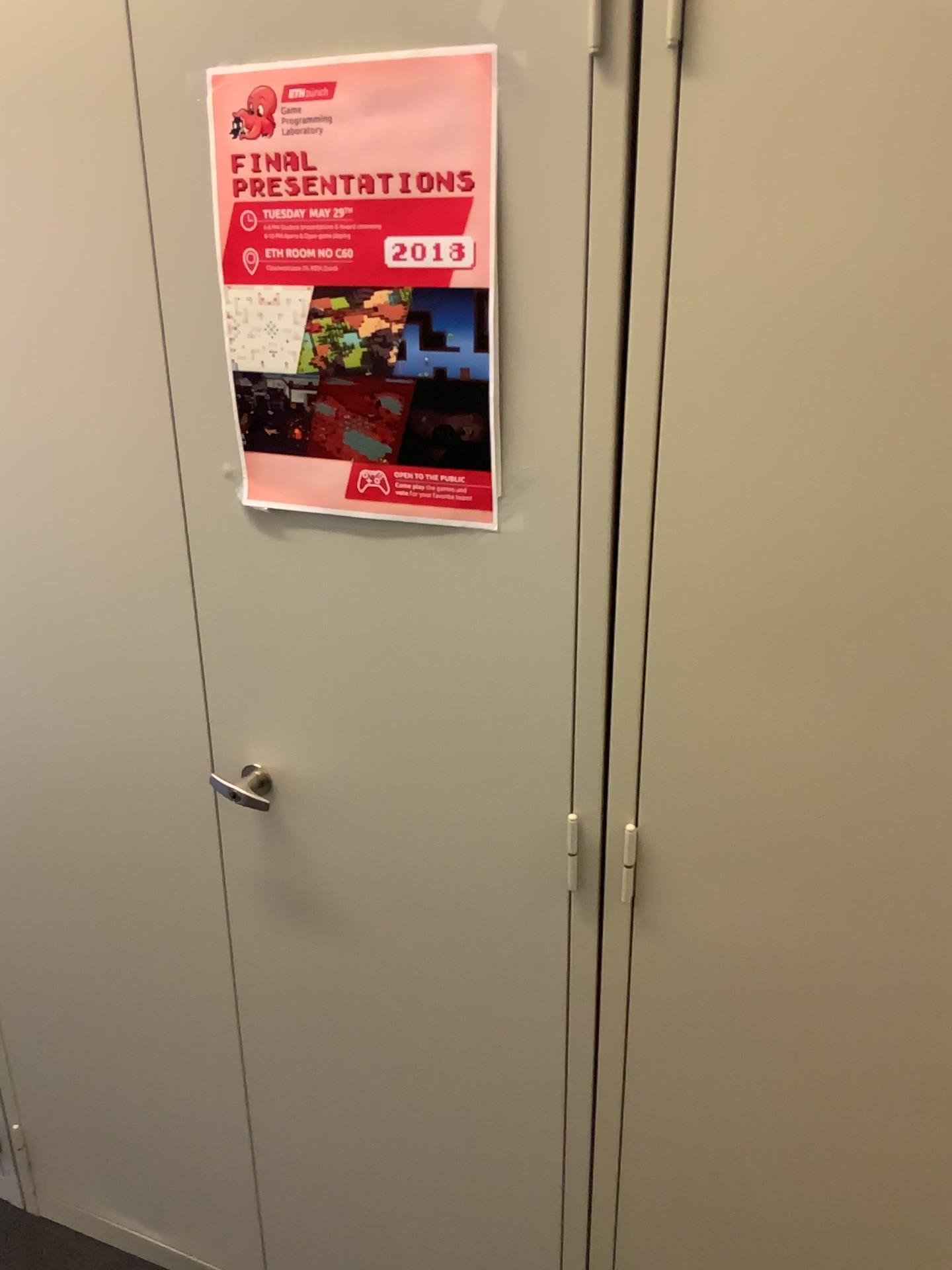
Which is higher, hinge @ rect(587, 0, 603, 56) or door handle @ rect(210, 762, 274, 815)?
hinge @ rect(587, 0, 603, 56)

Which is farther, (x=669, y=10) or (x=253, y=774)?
(x=253, y=774)

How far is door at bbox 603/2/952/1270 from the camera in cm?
82

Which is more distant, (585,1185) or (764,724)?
(585,1185)

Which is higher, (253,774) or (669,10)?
(669,10)

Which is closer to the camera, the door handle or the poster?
the poster

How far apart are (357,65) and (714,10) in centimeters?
31cm

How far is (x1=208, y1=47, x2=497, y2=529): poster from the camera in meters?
0.9 m

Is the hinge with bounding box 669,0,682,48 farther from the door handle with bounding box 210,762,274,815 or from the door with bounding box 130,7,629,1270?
the door handle with bounding box 210,762,274,815

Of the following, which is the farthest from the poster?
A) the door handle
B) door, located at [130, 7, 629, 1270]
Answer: the door handle
